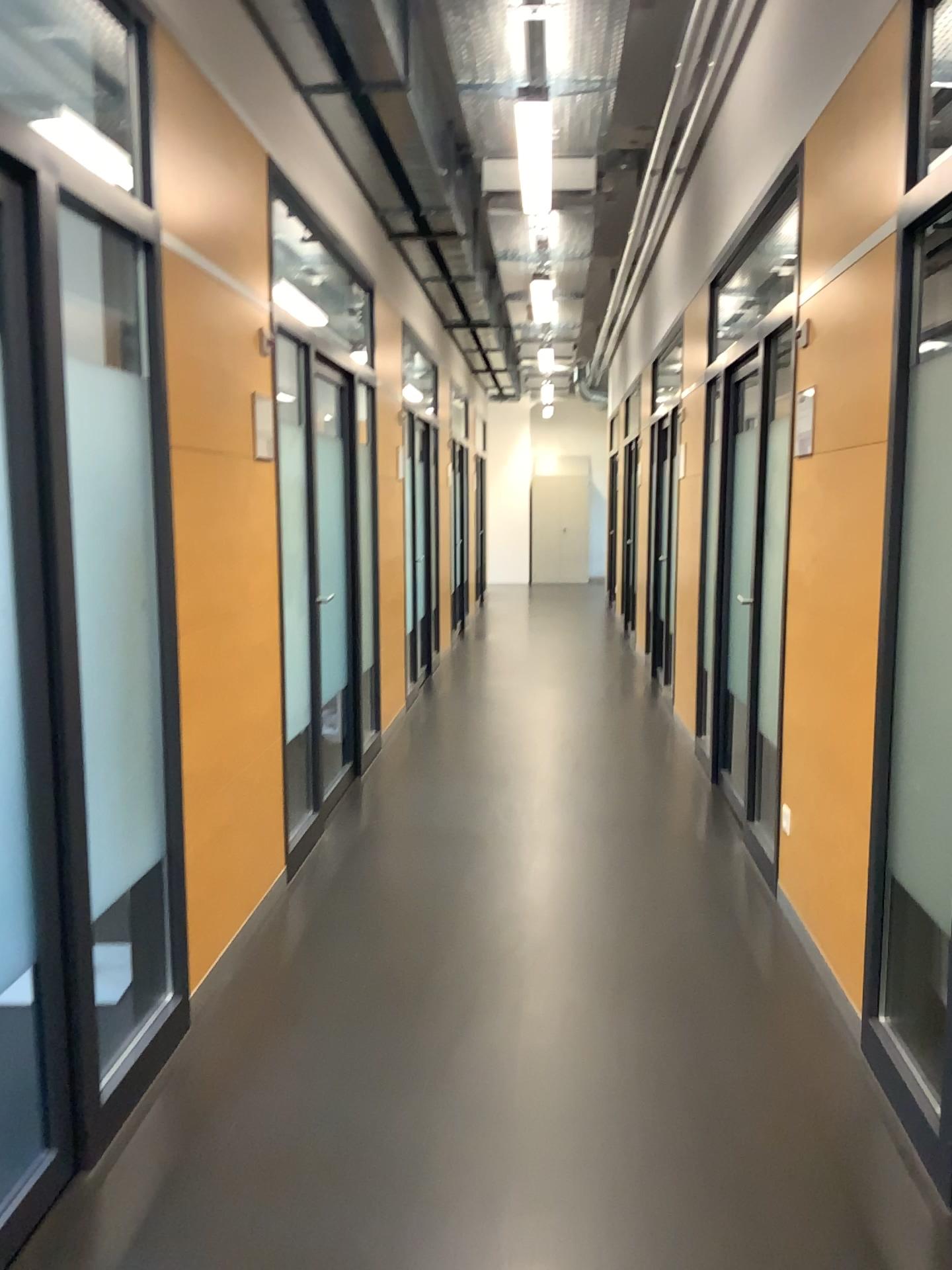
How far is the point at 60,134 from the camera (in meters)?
2.16

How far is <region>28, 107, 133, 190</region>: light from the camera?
2.2m

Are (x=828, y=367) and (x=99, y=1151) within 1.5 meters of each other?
no
